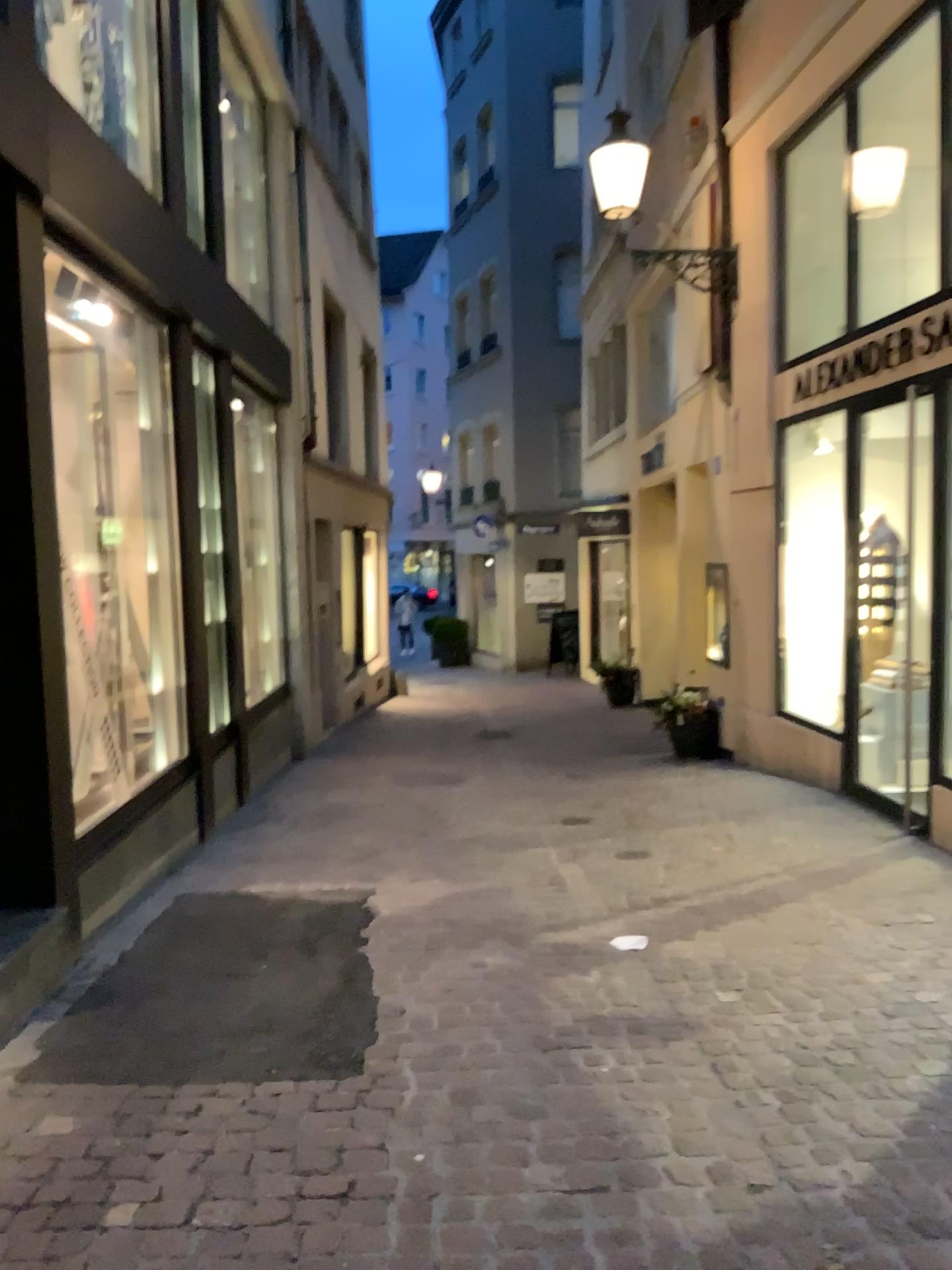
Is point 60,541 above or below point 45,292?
below
